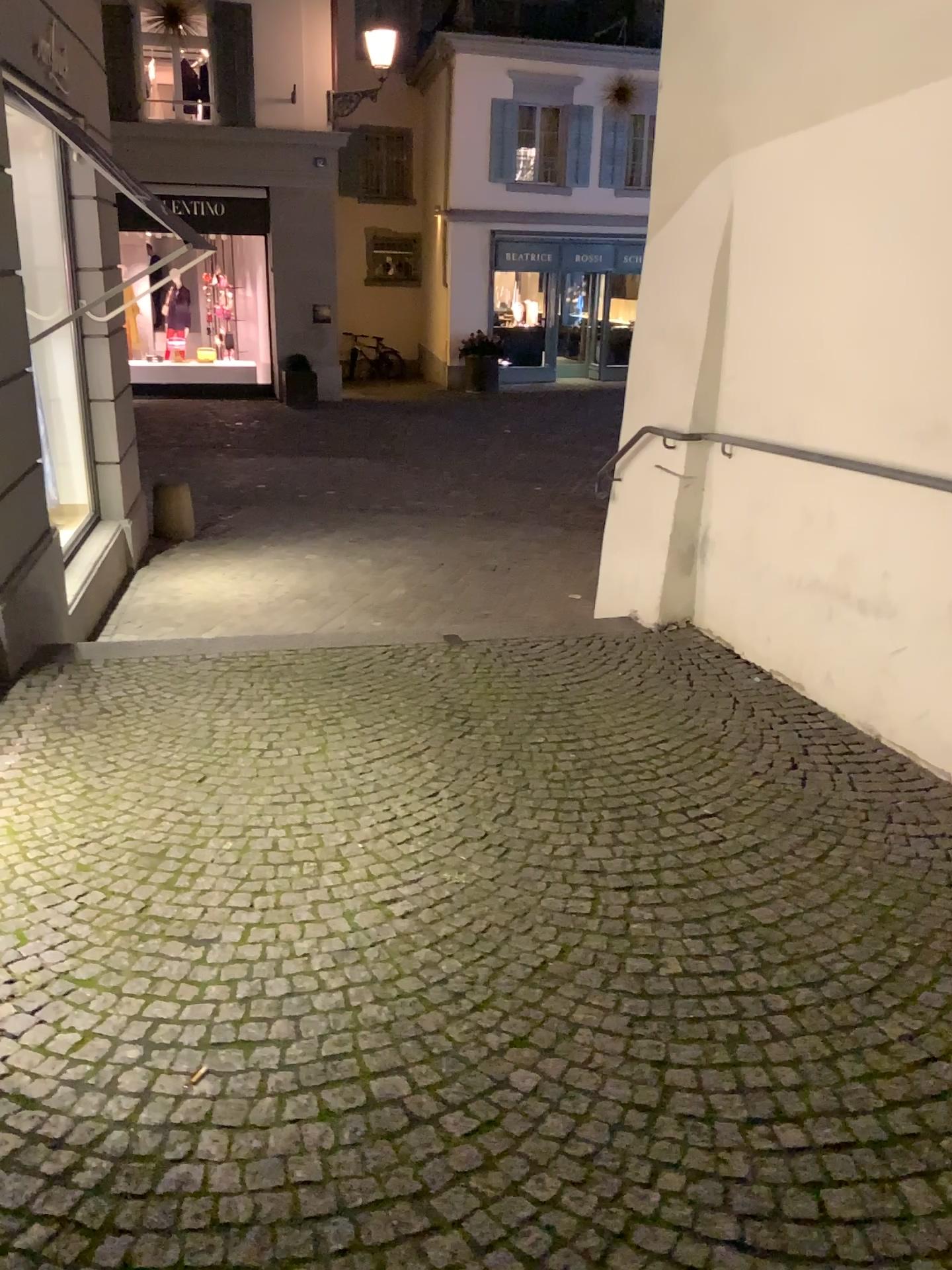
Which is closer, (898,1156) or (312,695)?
(898,1156)
